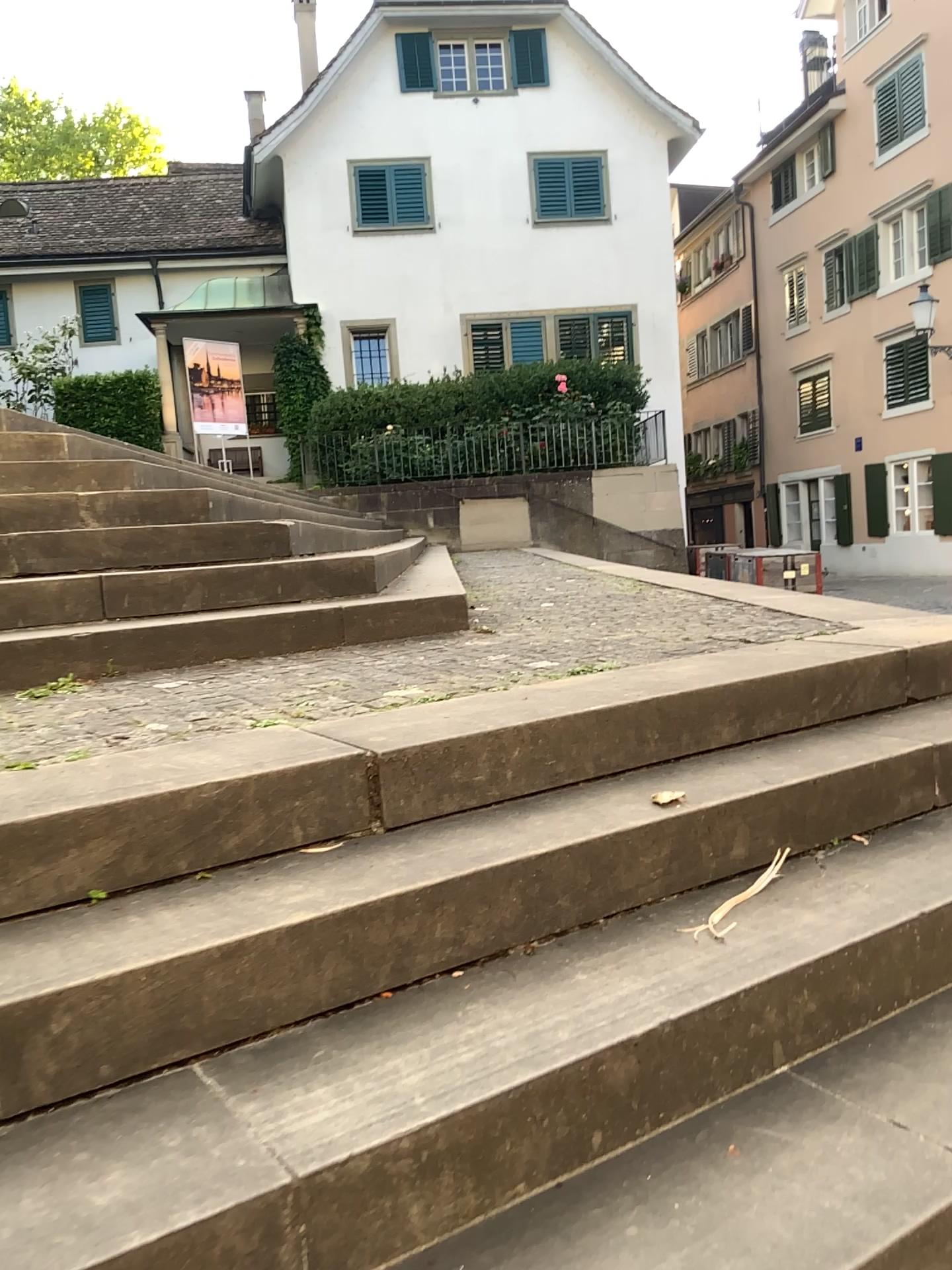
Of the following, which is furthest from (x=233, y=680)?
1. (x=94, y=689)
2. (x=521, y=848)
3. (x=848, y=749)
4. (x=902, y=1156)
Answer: (x=902, y=1156)
